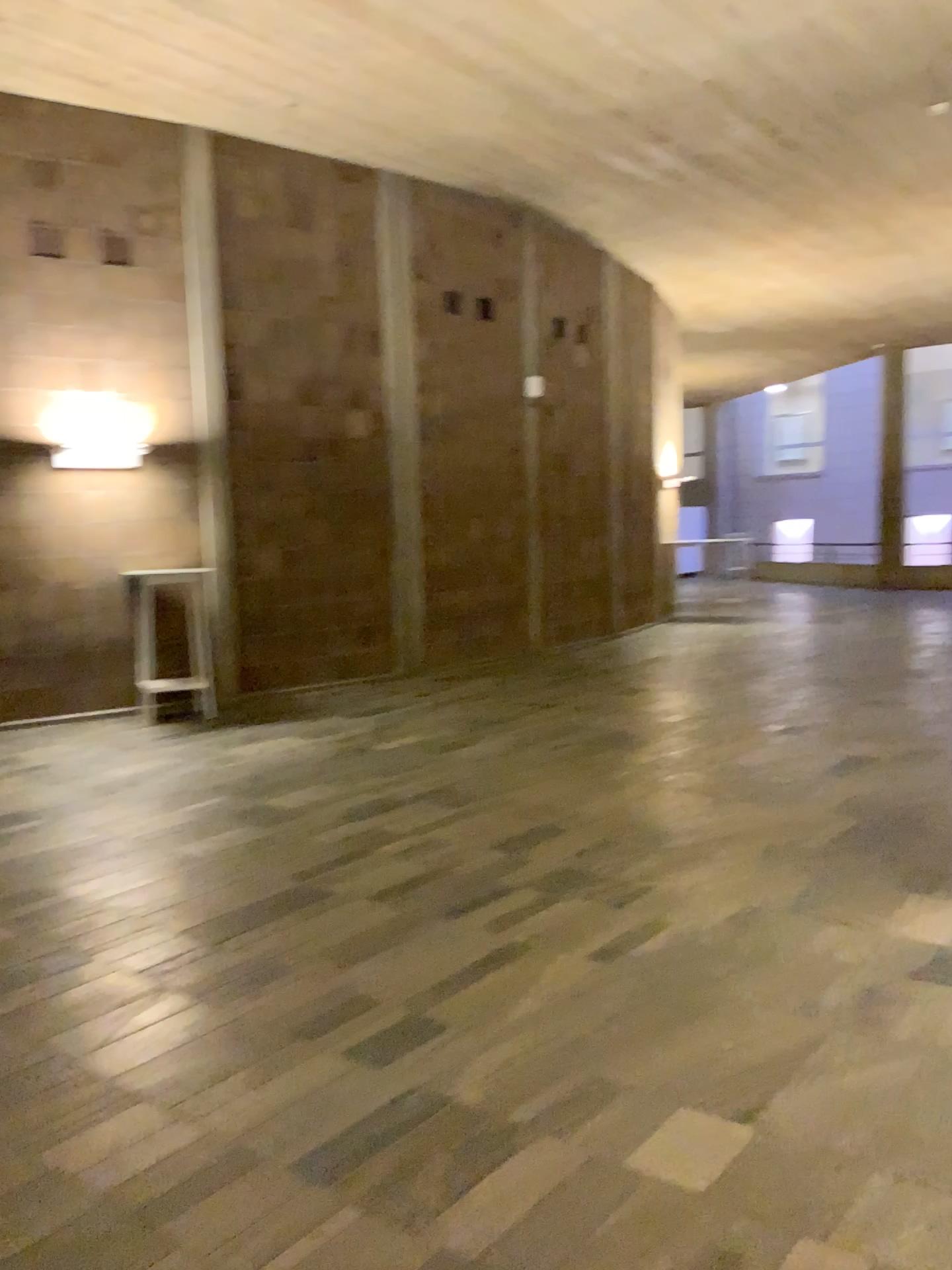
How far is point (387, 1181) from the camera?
2.3m
